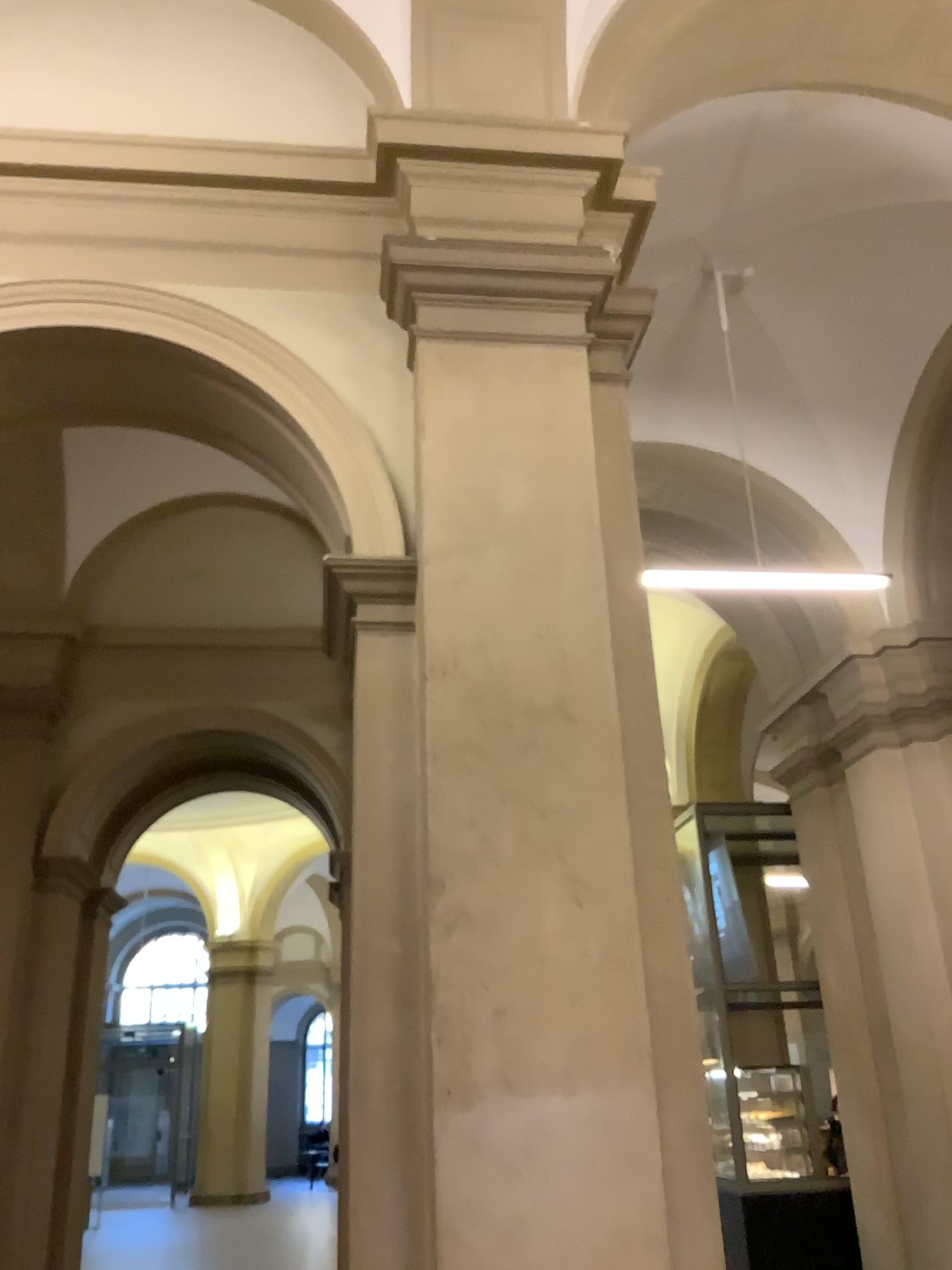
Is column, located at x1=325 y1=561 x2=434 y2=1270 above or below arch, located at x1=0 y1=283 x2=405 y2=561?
below

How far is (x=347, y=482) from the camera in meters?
3.3

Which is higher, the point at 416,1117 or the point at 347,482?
the point at 347,482

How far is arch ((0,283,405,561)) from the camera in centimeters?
329cm

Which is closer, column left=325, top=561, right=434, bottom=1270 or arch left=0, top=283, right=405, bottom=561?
column left=325, top=561, right=434, bottom=1270

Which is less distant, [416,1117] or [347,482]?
[416,1117]

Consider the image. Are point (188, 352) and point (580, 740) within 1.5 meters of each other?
no
